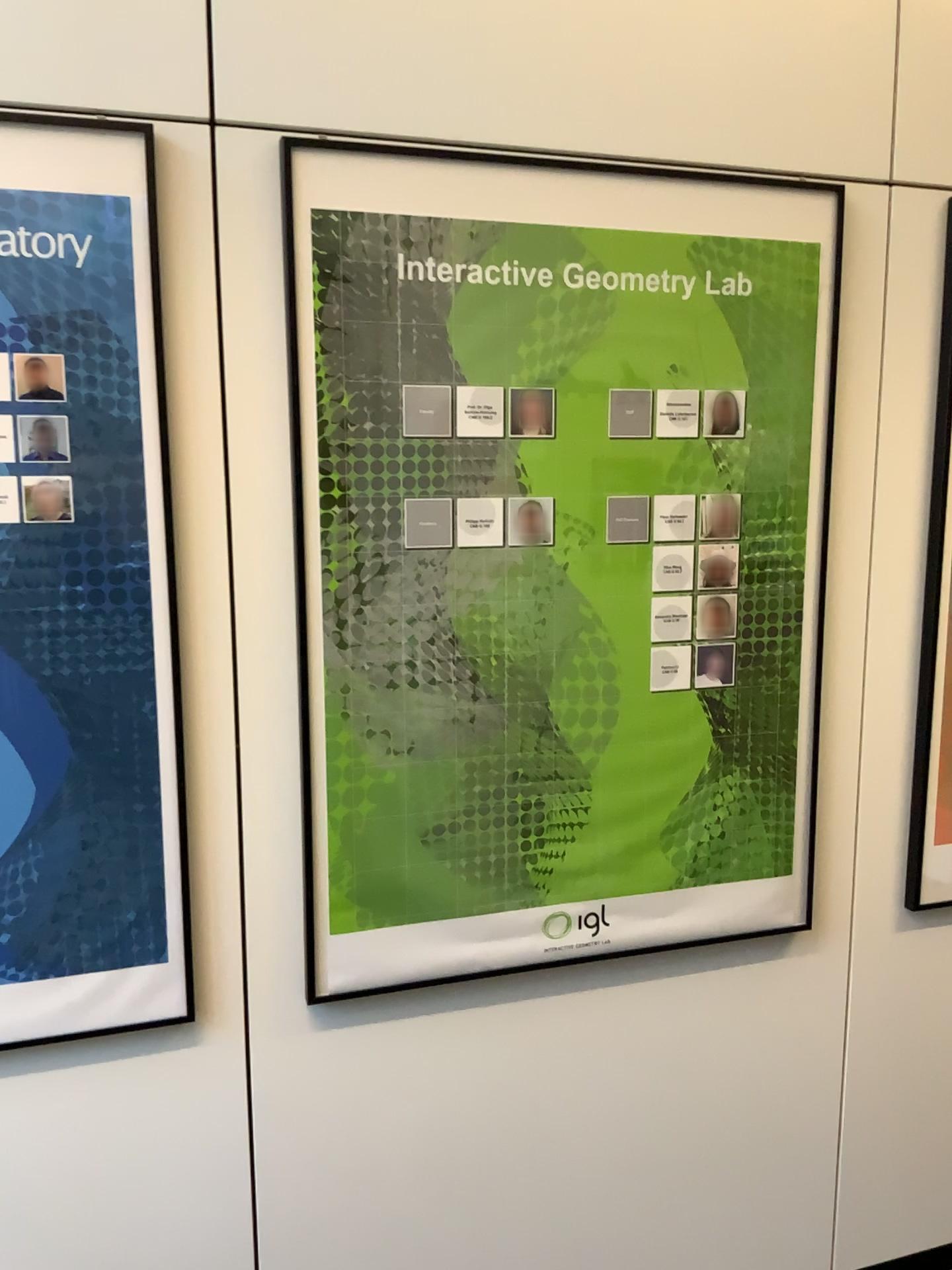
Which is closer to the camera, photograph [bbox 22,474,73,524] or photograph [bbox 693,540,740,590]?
photograph [bbox 22,474,73,524]

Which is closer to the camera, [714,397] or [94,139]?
[94,139]

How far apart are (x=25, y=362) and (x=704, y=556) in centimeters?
108cm

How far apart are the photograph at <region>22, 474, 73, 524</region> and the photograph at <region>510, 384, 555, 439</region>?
0.66m

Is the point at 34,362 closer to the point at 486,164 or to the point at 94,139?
the point at 94,139

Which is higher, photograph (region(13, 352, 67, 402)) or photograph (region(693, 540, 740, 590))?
photograph (region(13, 352, 67, 402))

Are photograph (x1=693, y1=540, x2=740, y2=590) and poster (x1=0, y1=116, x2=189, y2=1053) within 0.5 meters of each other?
no

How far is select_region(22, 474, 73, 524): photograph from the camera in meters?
1.5 m

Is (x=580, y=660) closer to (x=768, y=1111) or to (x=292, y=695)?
(x=292, y=695)

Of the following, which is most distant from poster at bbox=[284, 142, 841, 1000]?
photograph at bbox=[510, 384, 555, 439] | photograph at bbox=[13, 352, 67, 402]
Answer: photograph at bbox=[13, 352, 67, 402]
